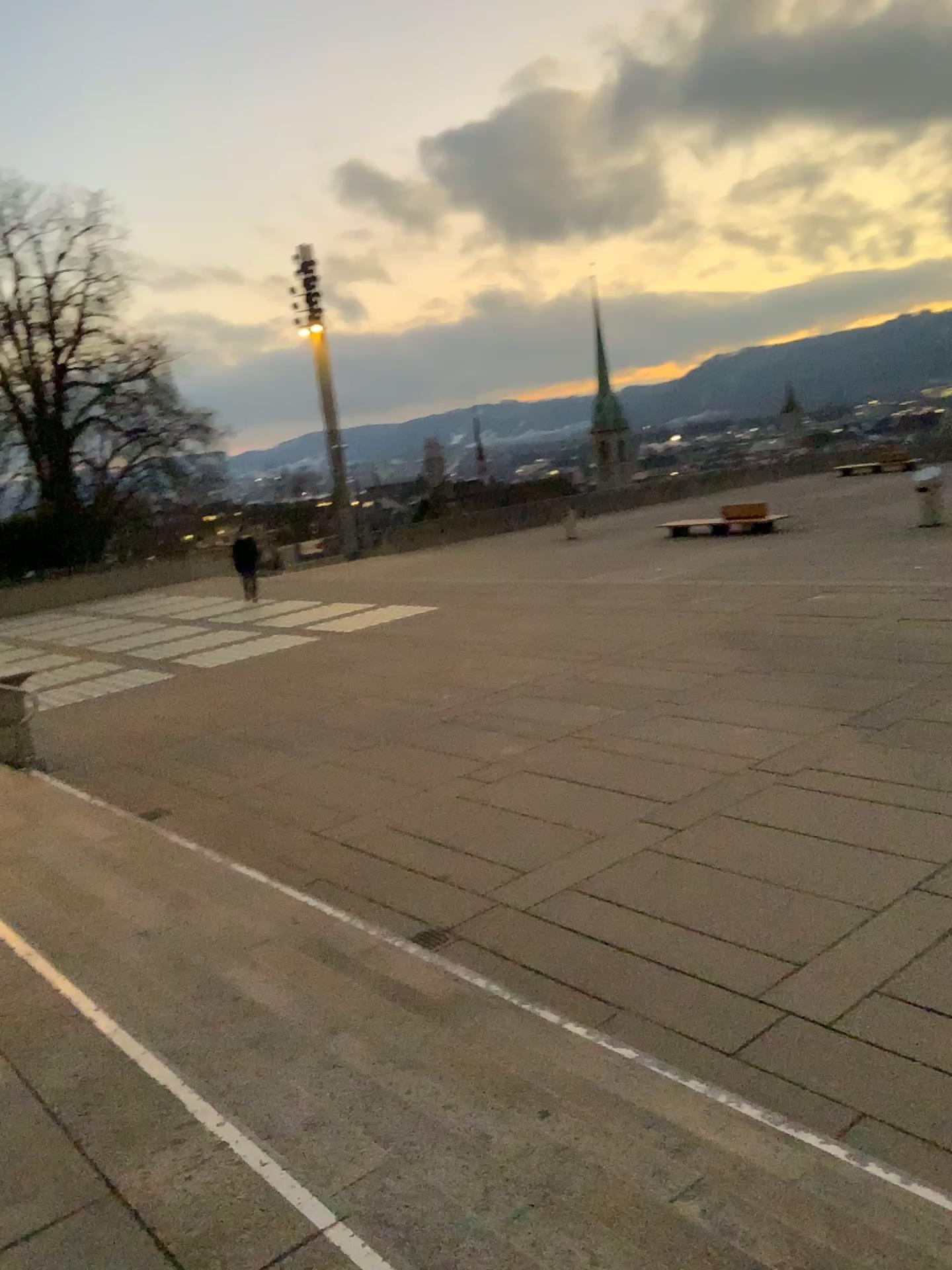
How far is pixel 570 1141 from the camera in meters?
3.3
